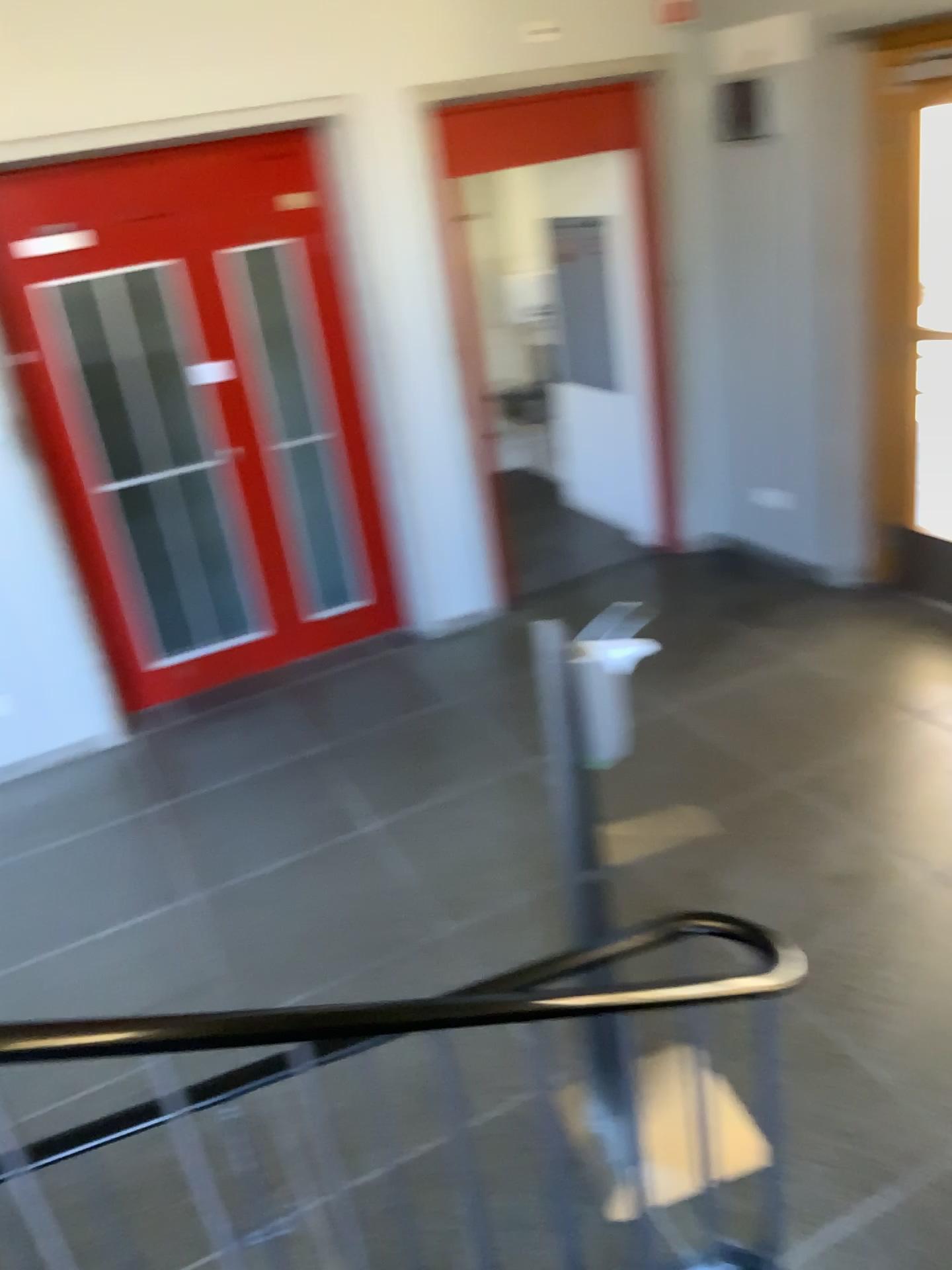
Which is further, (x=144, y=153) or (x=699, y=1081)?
(x=144, y=153)

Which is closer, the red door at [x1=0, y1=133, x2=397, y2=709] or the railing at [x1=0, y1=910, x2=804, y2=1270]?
the railing at [x1=0, y1=910, x2=804, y2=1270]

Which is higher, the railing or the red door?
the red door

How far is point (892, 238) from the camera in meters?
4.4

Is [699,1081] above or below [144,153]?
below
